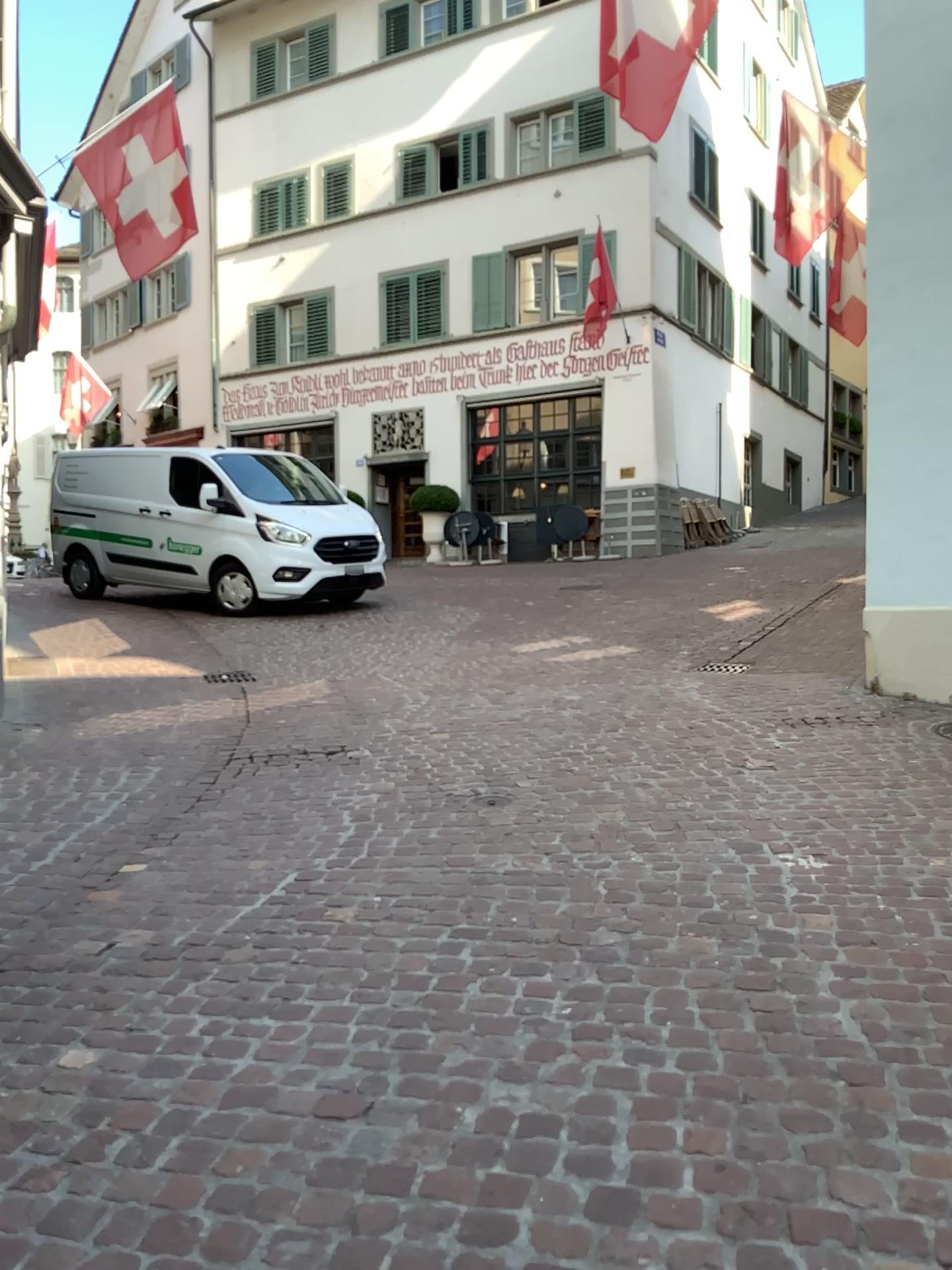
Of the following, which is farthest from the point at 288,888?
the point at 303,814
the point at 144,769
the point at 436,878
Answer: the point at 144,769
